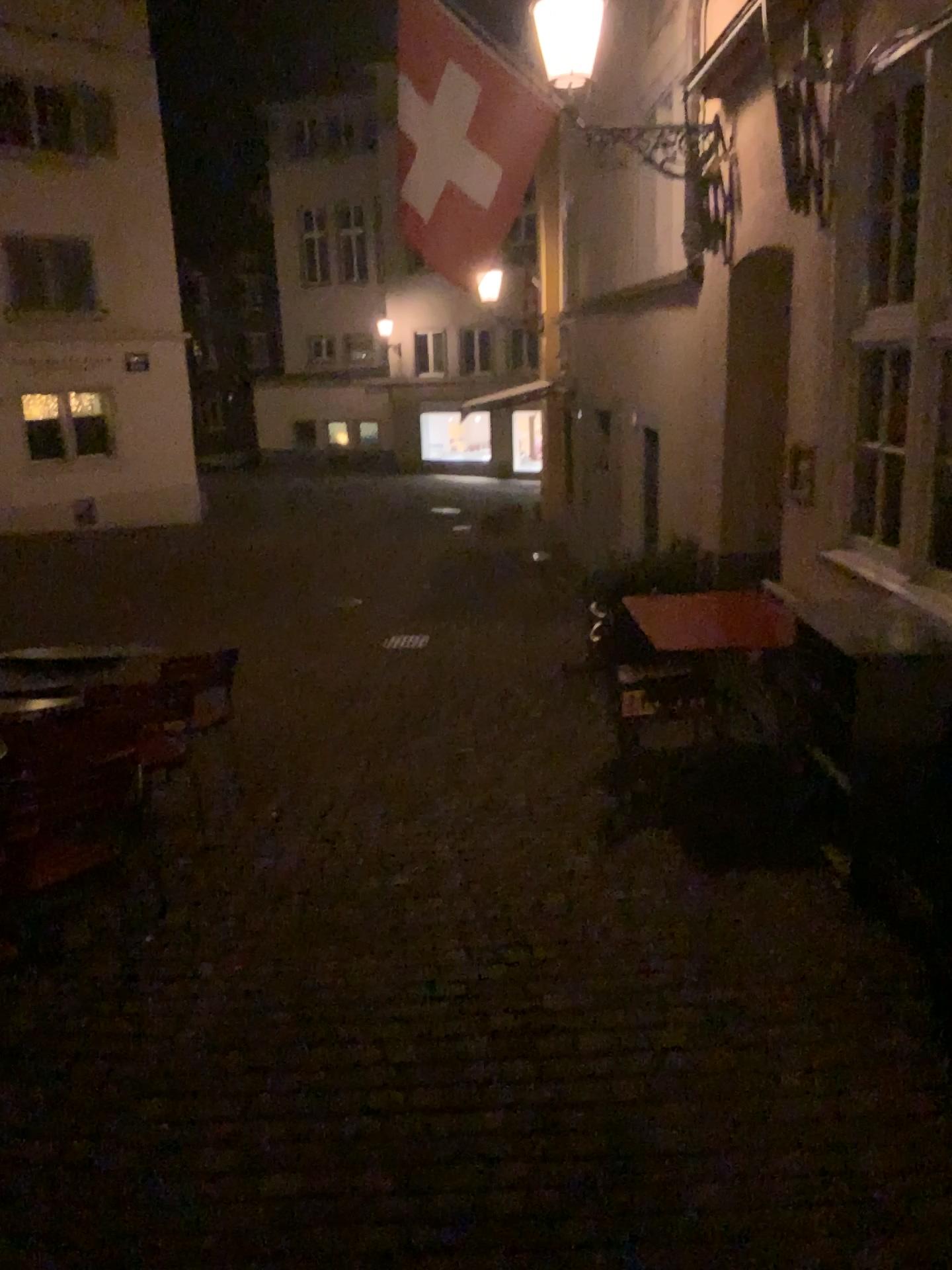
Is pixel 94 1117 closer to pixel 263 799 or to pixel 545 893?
pixel 545 893
